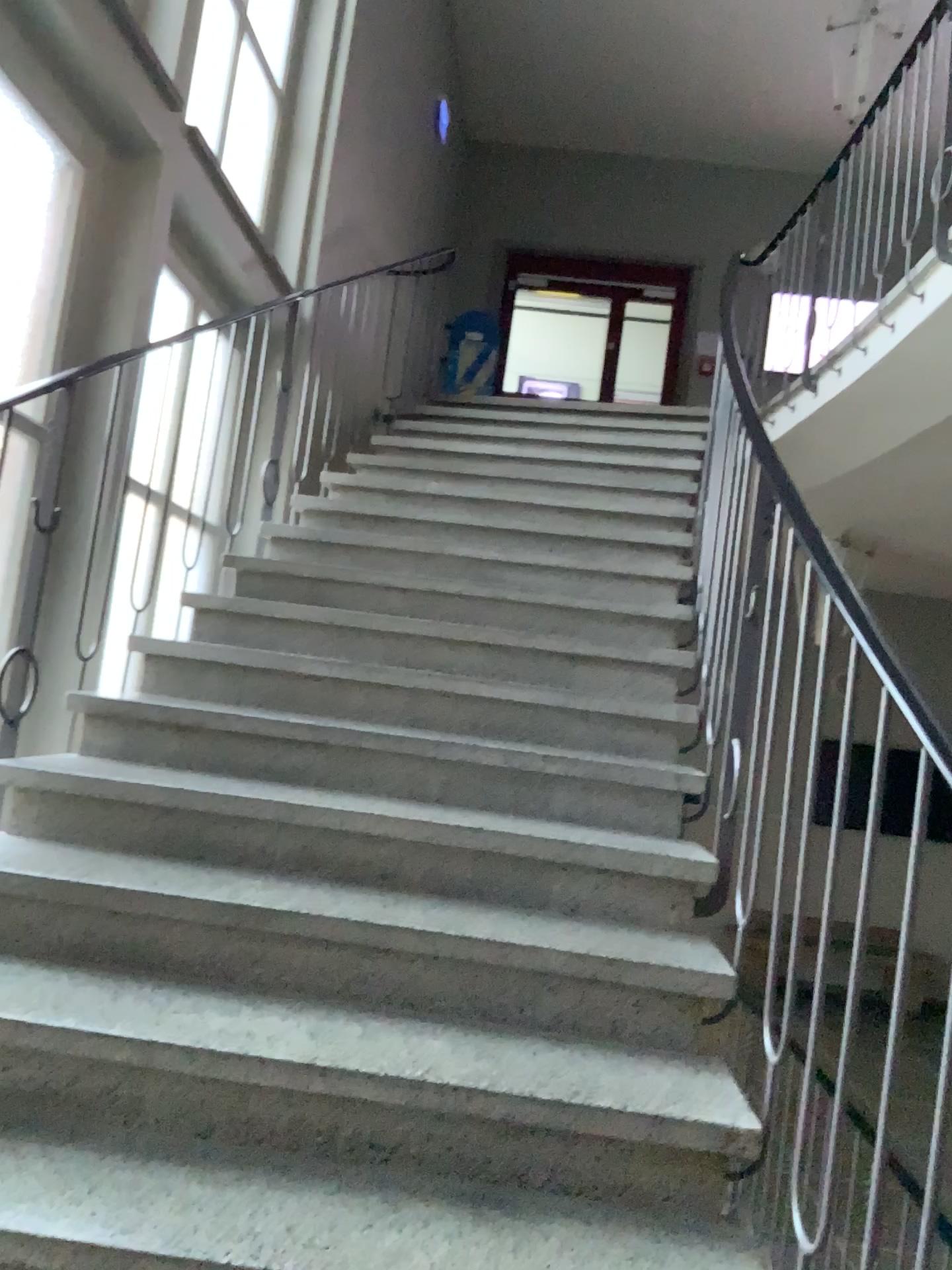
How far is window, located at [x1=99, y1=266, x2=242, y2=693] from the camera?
3.2m

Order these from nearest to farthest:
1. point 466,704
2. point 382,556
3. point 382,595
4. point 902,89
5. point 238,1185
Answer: point 238,1185 < point 466,704 < point 382,595 < point 382,556 < point 902,89

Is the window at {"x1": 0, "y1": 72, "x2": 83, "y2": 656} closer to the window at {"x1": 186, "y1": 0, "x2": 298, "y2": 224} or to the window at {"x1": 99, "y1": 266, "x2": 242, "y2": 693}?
the window at {"x1": 99, "y1": 266, "x2": 242, "y2": 693}

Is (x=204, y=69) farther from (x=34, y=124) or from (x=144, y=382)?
(x=144, y=382)

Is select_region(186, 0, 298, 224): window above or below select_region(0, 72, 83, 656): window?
above

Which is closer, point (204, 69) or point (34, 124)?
point (34, 124)

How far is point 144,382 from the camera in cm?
317

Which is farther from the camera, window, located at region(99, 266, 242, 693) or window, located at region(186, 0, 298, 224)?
window, located at region(186, 0, 298, 224)

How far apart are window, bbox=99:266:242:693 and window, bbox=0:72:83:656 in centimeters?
27cm

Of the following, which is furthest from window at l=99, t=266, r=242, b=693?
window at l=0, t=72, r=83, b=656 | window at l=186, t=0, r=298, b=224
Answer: window at l=186, t=0, r=298, b=224
